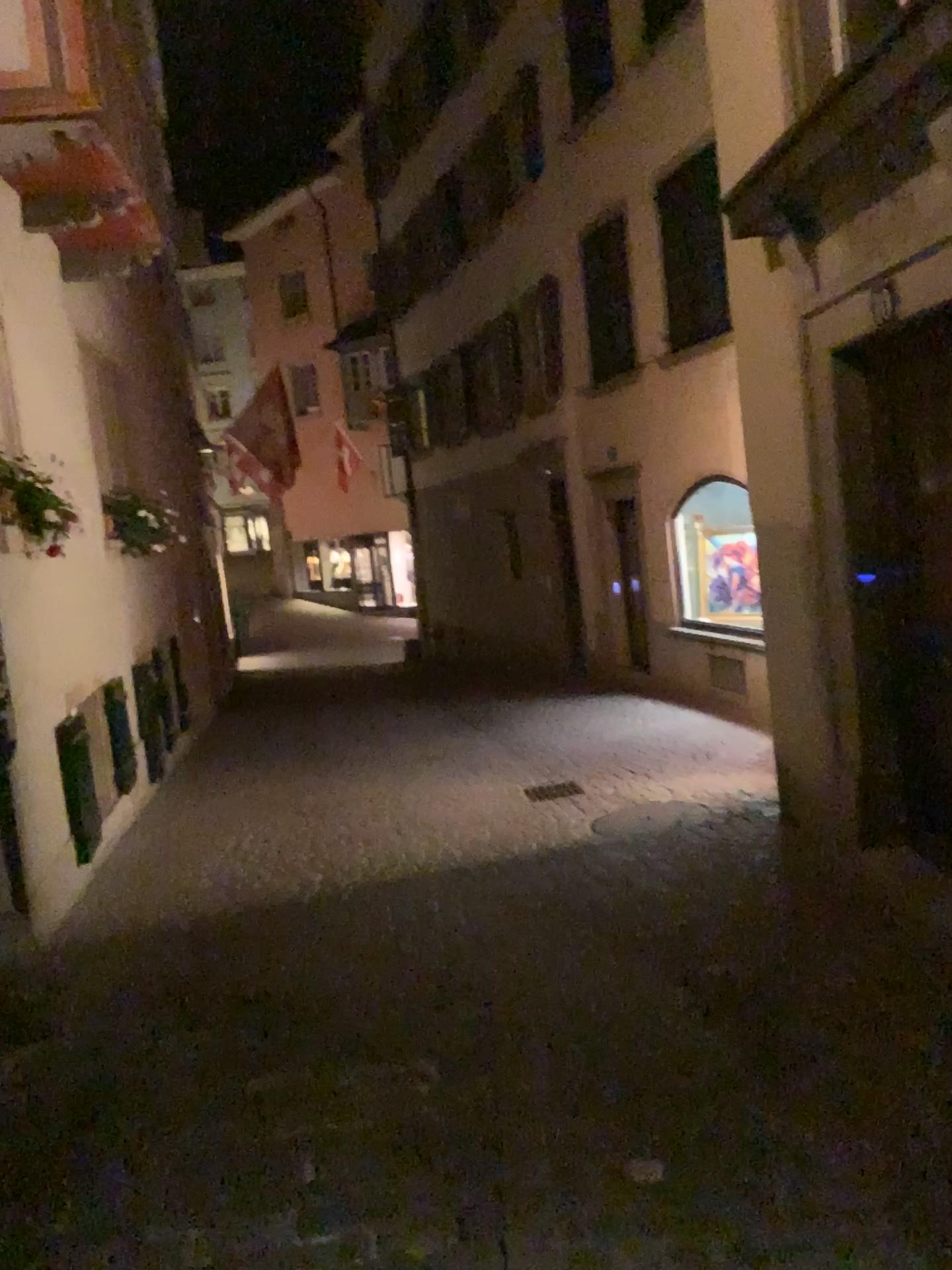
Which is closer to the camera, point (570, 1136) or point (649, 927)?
point (570, 1136)
